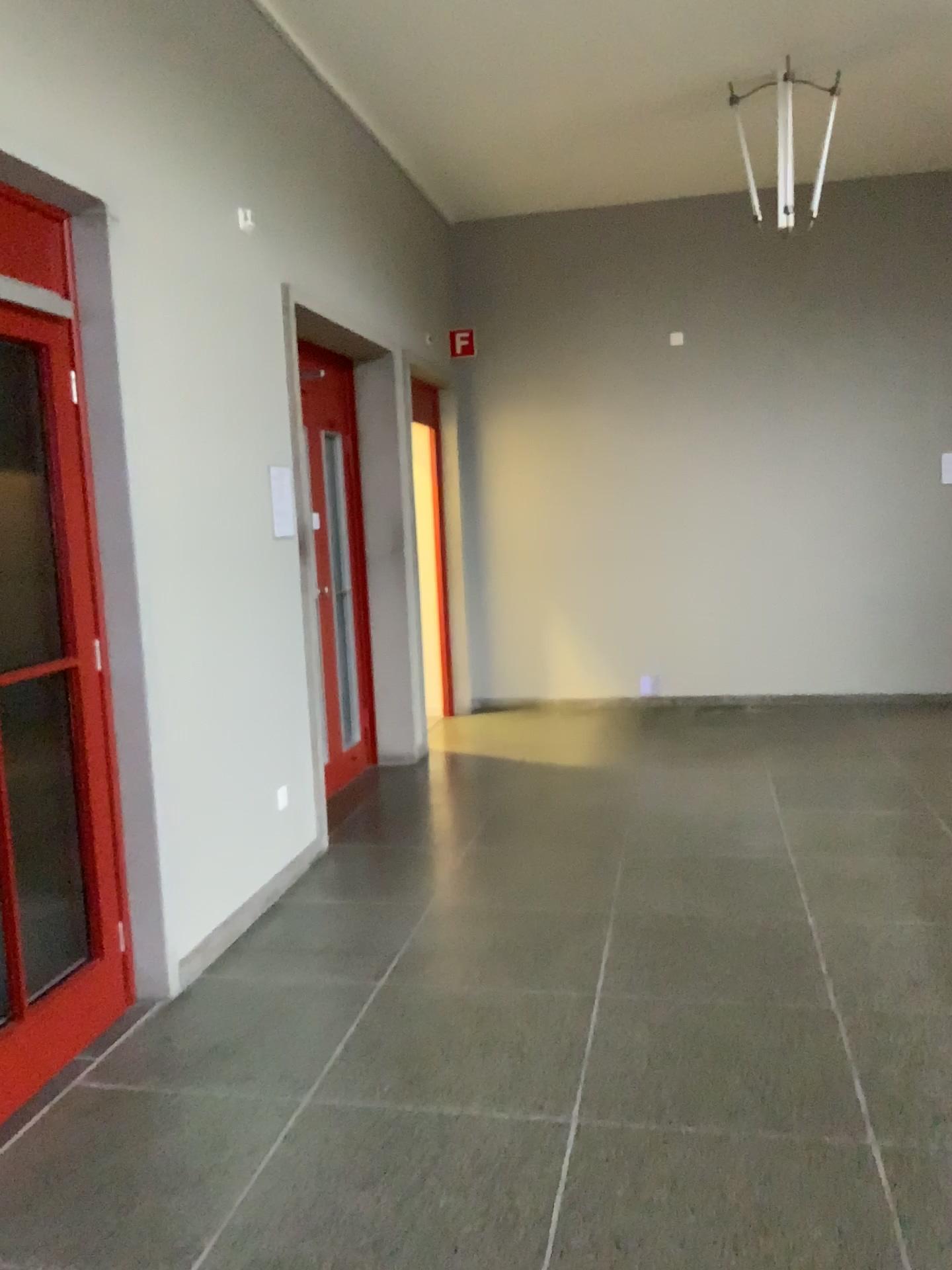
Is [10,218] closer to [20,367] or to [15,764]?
[20,367]

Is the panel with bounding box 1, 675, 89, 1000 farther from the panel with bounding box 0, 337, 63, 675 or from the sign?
the sign

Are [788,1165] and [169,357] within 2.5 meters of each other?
no

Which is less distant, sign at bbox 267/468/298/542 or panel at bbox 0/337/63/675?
panel at bbox 0/337/63/675

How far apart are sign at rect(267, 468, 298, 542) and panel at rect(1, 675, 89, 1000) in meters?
1.5

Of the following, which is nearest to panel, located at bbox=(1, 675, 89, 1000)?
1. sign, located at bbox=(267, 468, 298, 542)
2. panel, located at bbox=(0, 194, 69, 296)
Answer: panel, located at bbox=(0, 194, 69, 296)

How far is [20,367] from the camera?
3.0m

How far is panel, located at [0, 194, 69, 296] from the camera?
2.8m

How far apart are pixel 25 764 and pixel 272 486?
1.82m

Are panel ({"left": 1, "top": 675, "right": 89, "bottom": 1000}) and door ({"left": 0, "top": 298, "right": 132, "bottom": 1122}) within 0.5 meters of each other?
yes
